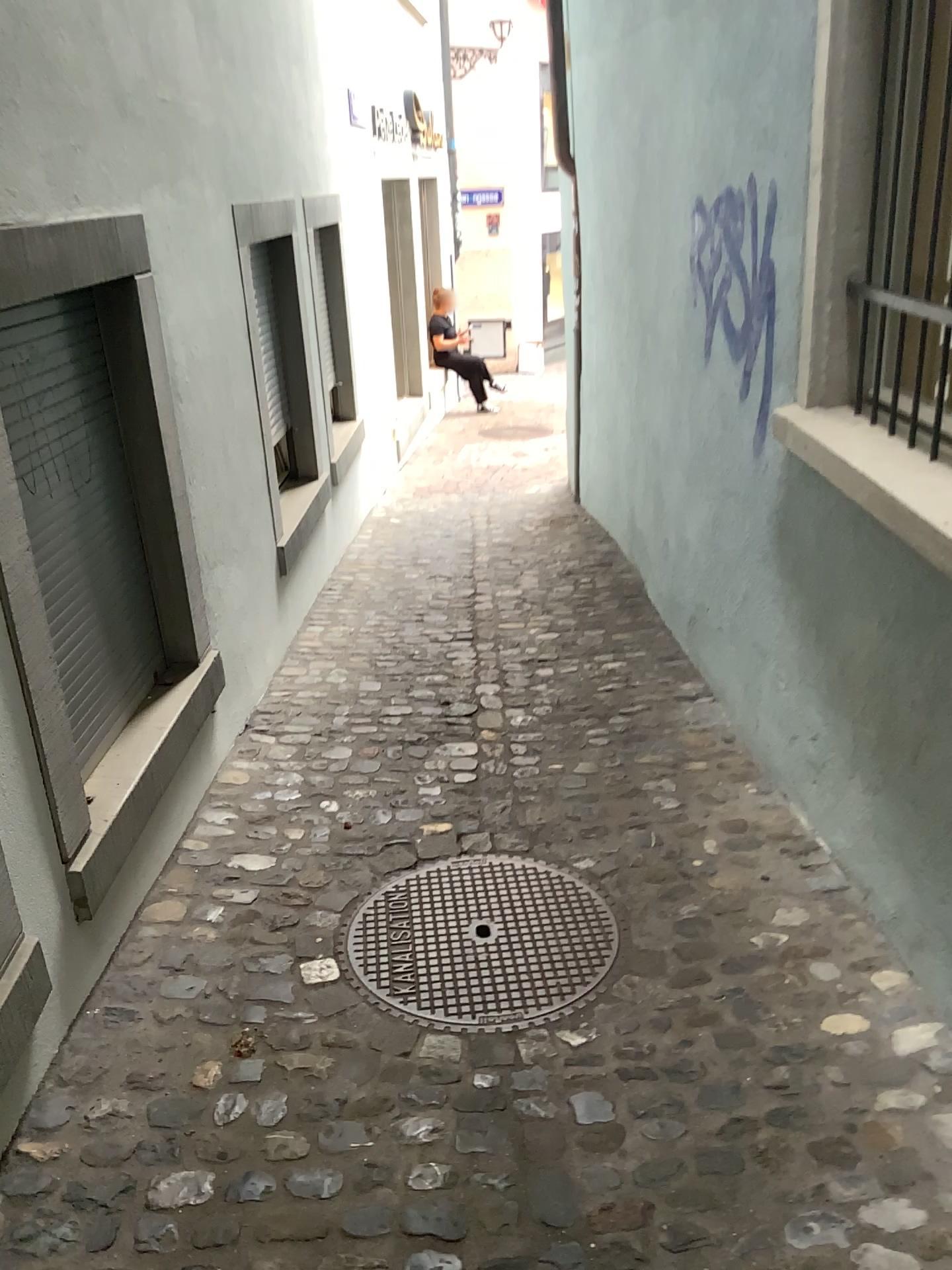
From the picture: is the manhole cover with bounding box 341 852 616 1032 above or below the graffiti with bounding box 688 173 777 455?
below

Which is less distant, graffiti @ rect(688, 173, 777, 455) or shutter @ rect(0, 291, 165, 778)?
shutter @ rect(0, 291, 165, 778)

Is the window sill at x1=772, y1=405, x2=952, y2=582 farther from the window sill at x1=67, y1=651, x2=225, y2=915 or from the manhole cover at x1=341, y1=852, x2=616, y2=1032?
the window sill at x1=67, y1=651, x2=225, y2=915

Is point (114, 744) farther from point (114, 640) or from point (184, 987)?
point (184, 987)

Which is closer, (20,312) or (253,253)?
(20,312)

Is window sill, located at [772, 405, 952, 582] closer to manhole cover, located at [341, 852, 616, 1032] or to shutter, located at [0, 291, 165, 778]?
manhole cover, located at [341, 852, 616, 1032]

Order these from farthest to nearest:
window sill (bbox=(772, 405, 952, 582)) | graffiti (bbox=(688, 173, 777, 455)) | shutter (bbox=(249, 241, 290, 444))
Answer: shutter (bbox=(249, 241, 290, 444)) → graffiti (bbox=(688, 173, 777, 455)) → window sill (bbox=(772, 405, 952, 582))

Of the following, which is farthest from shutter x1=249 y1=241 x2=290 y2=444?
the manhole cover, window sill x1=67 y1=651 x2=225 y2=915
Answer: the manhole cover

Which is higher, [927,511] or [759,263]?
[759,263]

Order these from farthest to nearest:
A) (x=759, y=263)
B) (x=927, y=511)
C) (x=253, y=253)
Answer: (x=253, y=253), (x=759, y=263), (x=927, y=511)
